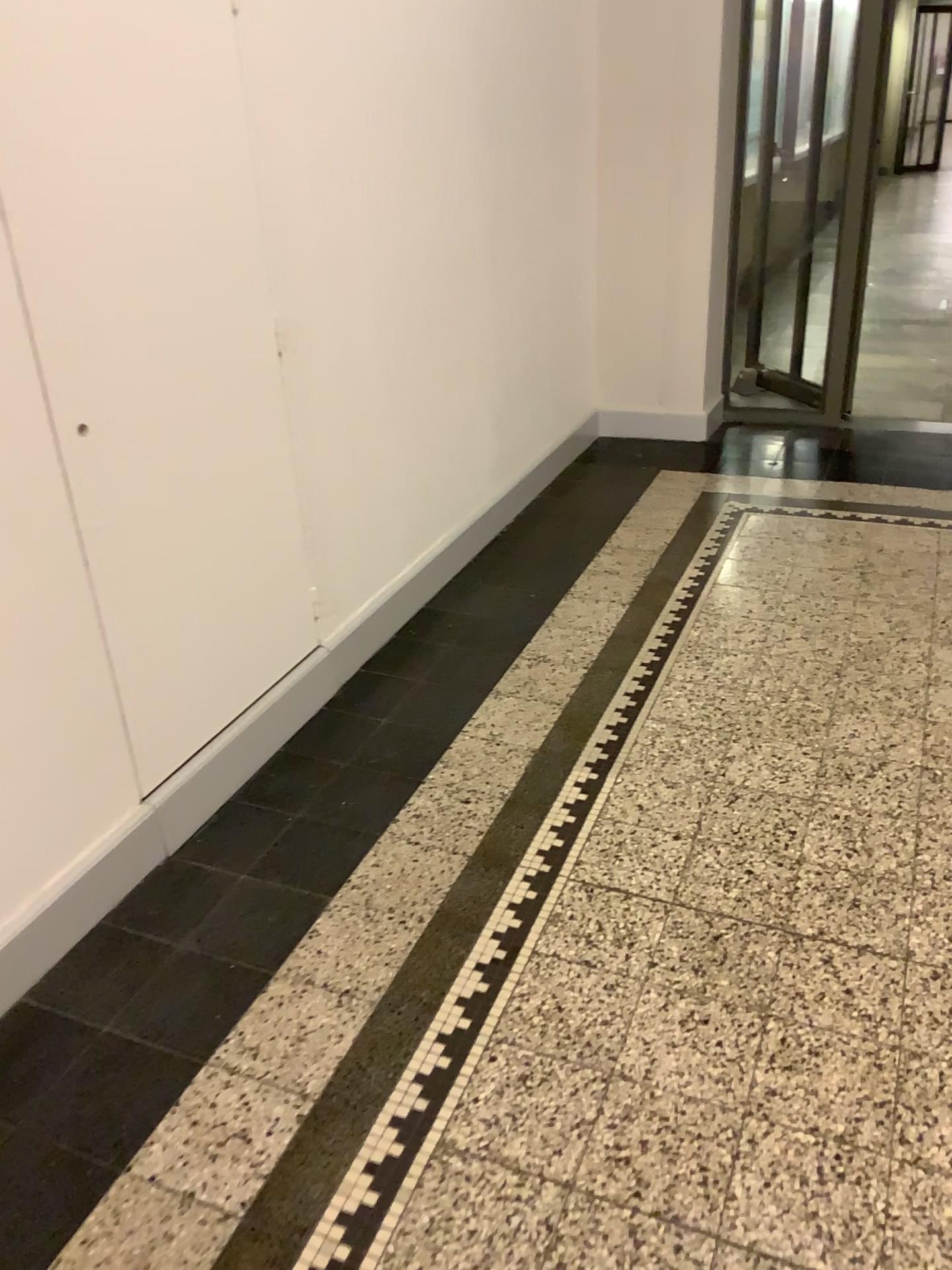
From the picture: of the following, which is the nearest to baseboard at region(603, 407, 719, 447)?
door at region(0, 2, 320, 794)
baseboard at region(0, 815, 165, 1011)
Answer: door at region(0, 2, 320, 794)

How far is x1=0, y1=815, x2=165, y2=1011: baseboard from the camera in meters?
1.8 m

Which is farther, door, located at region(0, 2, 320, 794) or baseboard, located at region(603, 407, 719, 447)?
baseboard, located at region(603, 407, 719, 447)

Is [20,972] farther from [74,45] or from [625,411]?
[625,411]

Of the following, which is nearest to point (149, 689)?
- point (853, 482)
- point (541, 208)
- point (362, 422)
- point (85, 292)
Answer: point (85, 292)

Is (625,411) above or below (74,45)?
below

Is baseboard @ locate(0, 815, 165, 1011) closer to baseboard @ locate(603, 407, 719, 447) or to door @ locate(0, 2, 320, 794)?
door @ locate(0, 2, 320, 794)

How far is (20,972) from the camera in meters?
1.8
